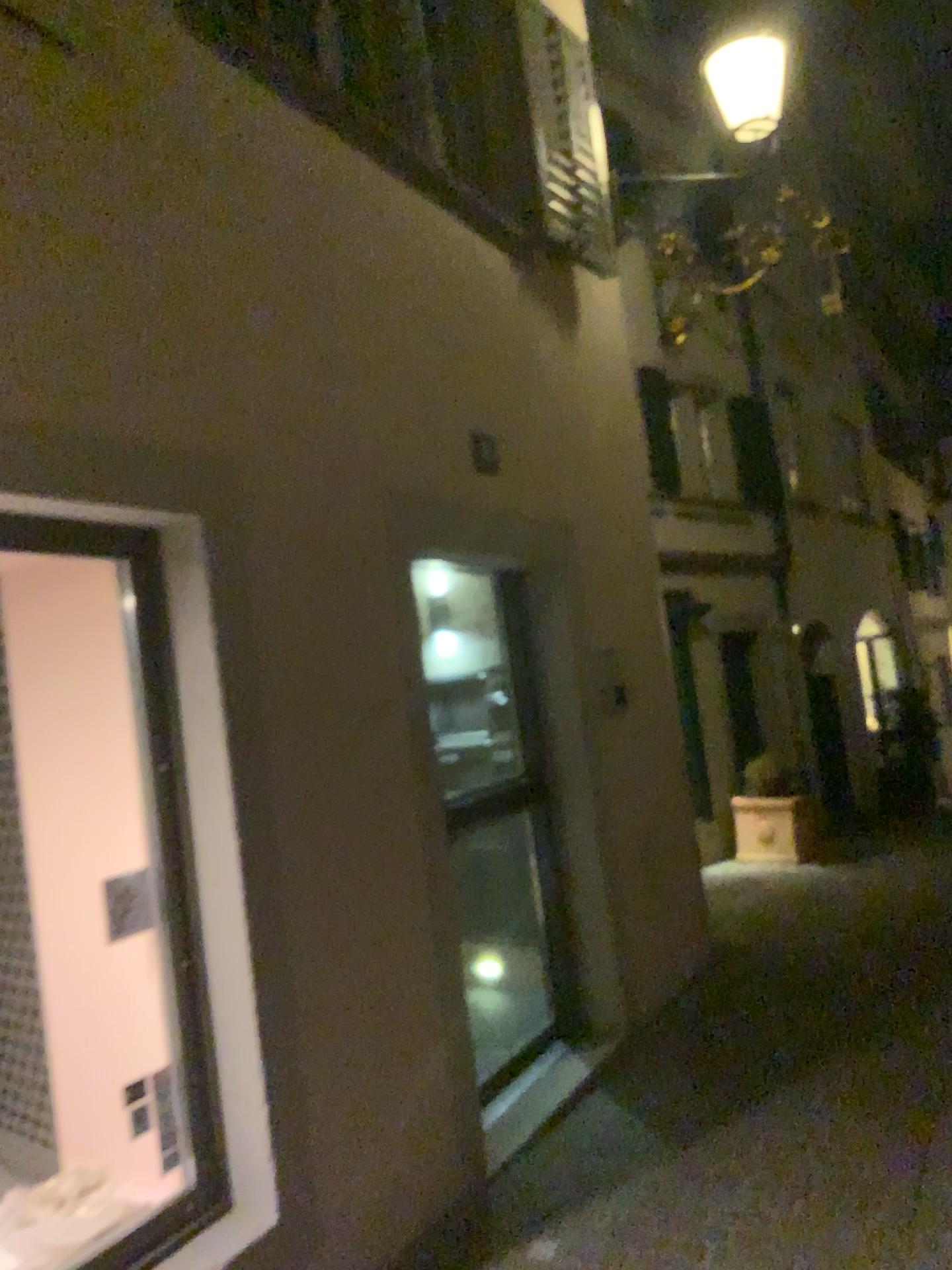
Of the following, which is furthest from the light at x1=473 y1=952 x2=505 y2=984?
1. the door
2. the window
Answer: the window

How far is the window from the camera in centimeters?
265cm

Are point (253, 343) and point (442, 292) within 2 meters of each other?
yes

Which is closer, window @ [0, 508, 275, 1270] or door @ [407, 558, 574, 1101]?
window @ [0, 508, 275, 1270]

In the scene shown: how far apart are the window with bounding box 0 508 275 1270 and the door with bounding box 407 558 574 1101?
2.0 meters

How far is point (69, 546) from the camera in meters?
2.7 m

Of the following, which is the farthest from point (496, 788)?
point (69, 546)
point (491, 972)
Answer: point (69, 546)

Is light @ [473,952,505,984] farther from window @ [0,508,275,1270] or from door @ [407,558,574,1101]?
window @ [0,508,275,1270]

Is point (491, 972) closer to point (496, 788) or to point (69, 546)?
point (496, 788)

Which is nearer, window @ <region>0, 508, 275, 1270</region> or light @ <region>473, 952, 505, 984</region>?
window @ <region>0, 508, 275, 1270</region>
